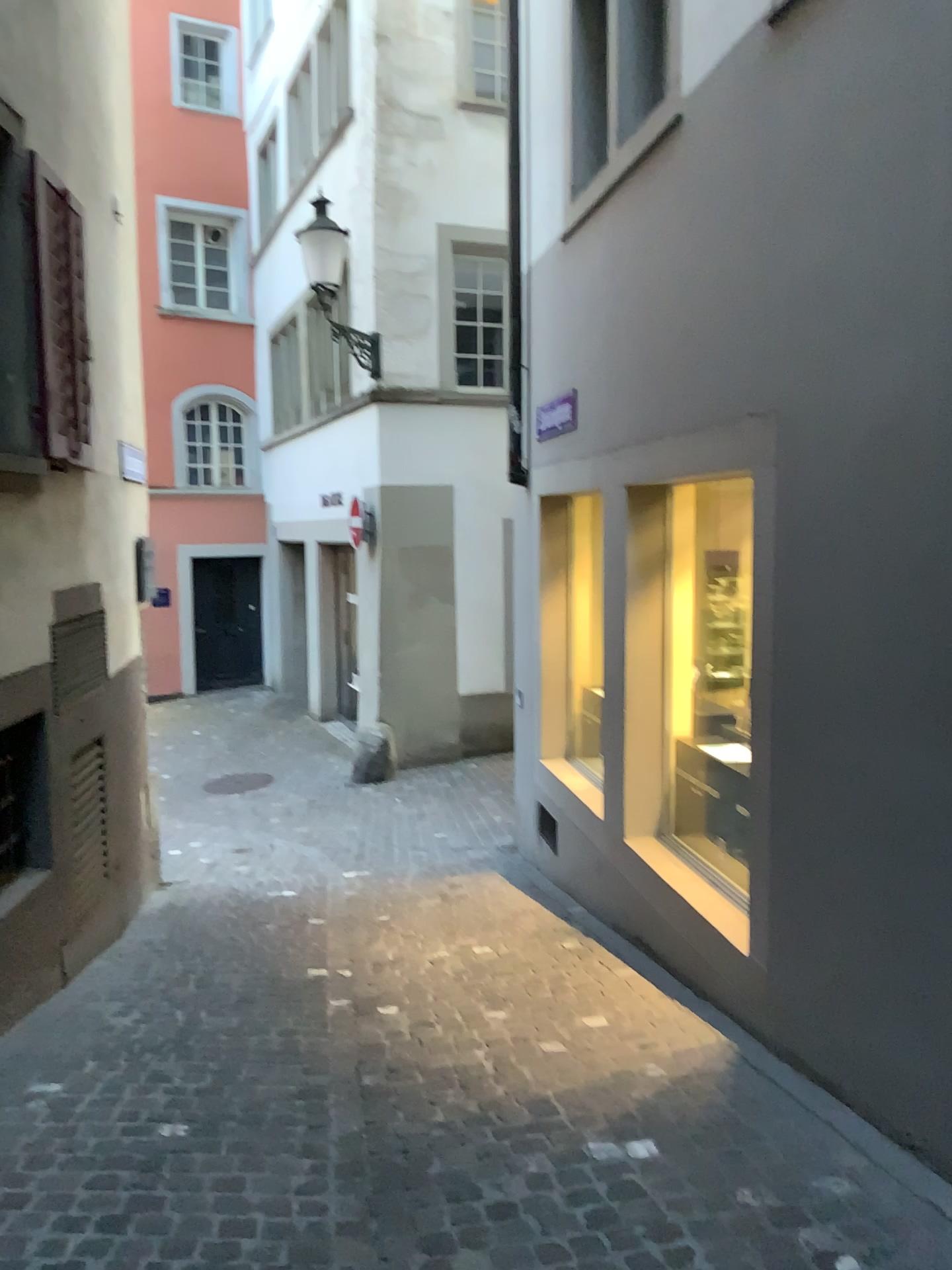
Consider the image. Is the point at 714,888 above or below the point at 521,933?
above
